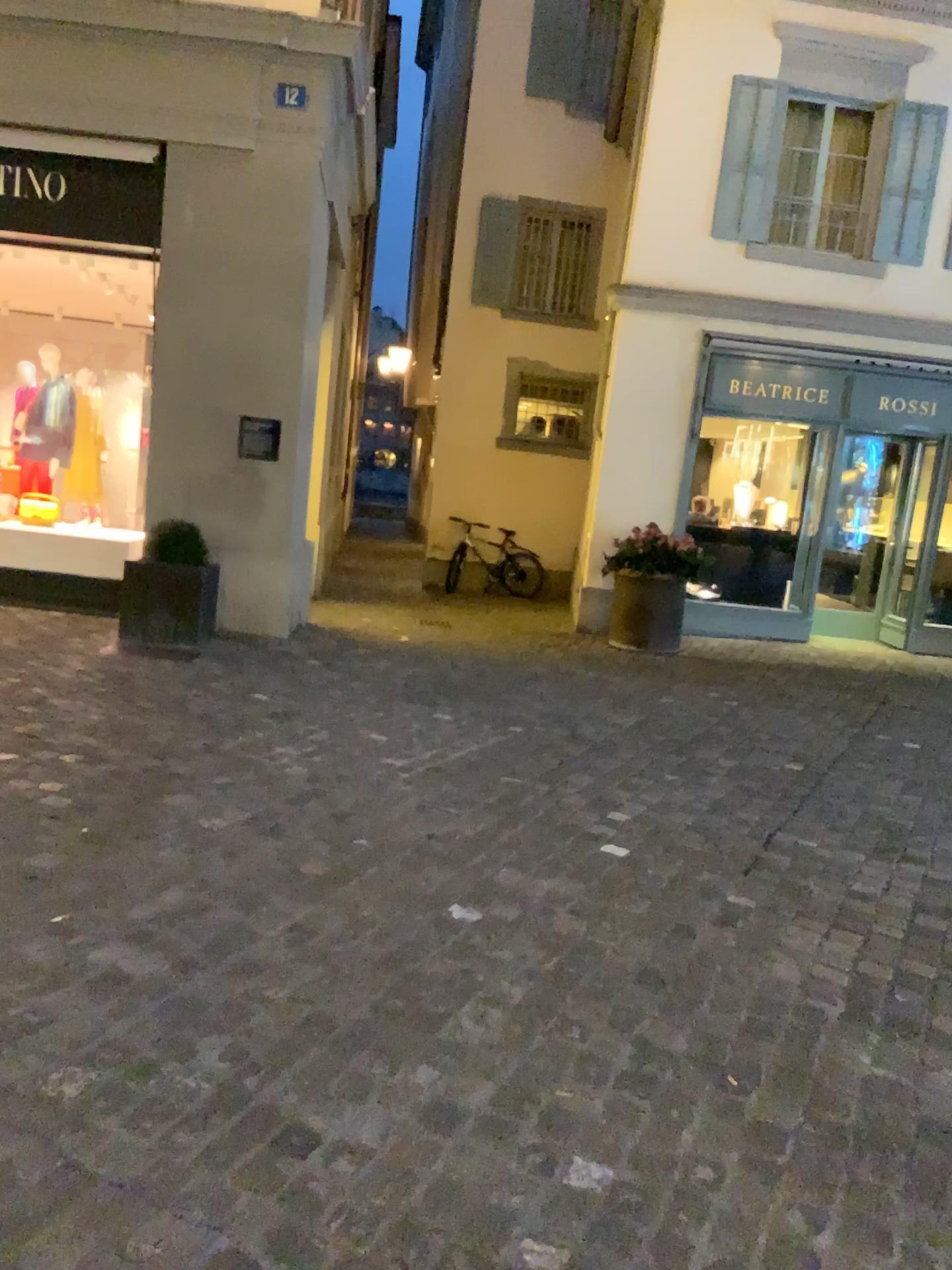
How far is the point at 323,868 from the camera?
3.3 meters
